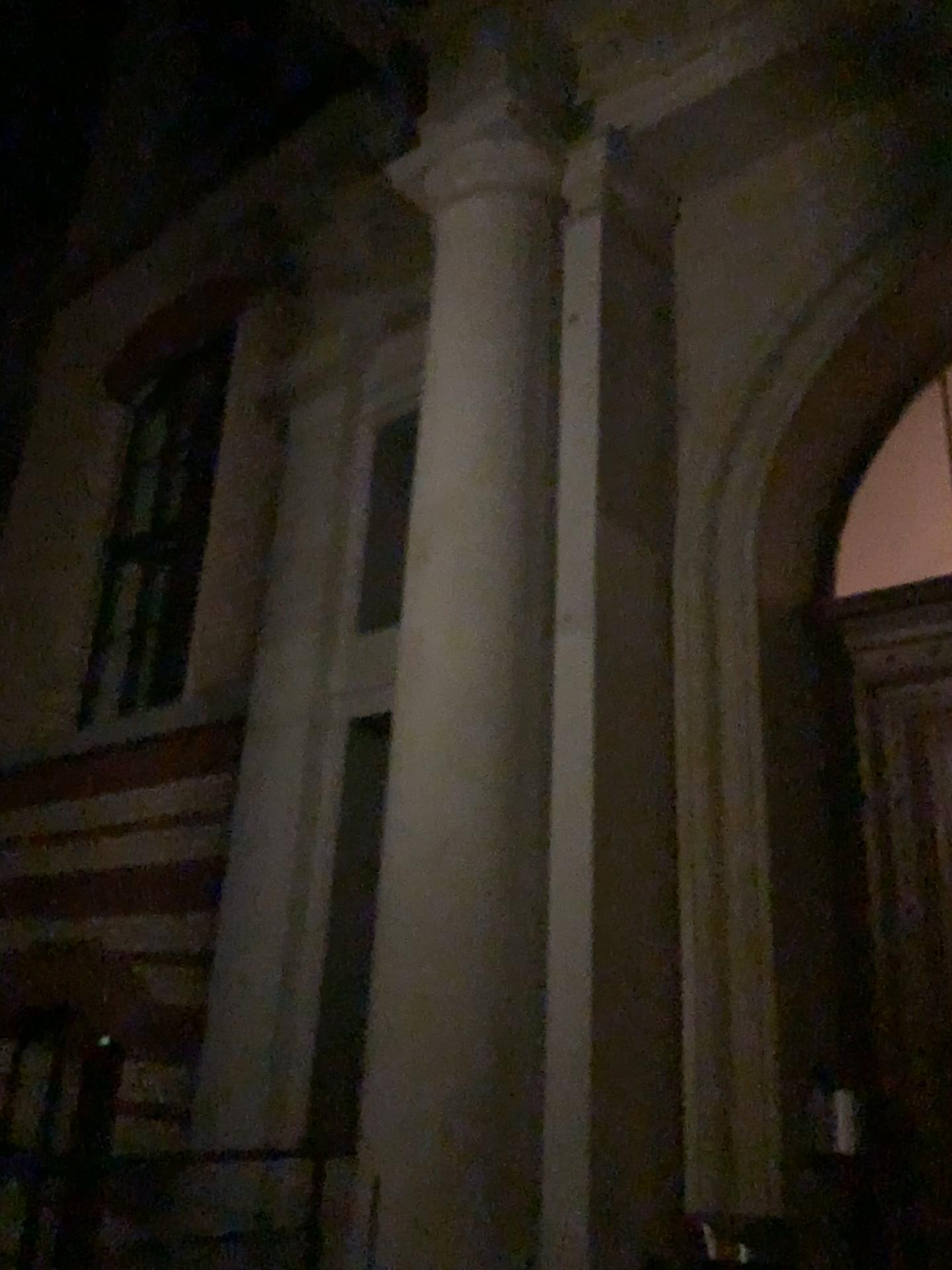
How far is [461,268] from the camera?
4.7 meters
